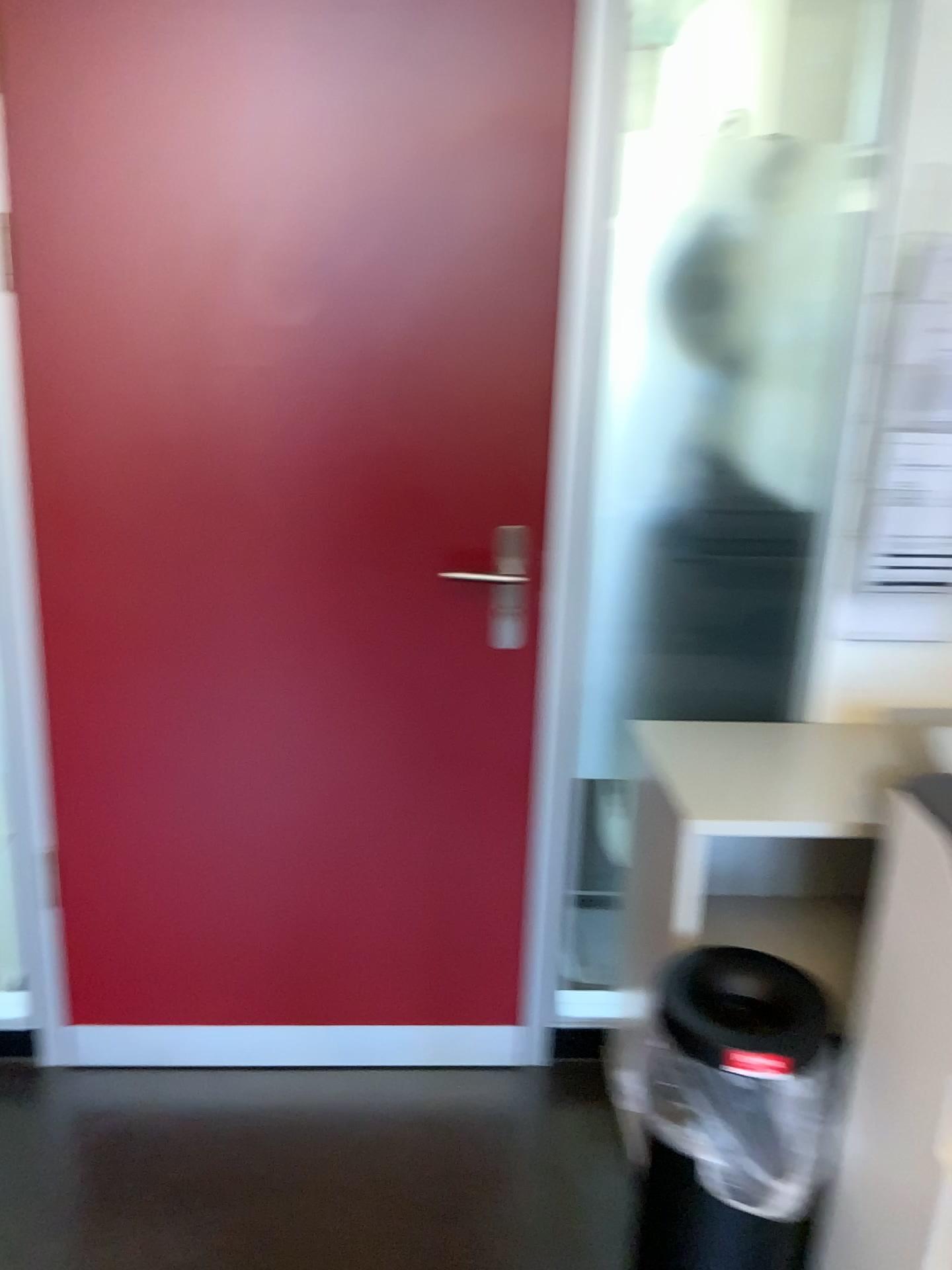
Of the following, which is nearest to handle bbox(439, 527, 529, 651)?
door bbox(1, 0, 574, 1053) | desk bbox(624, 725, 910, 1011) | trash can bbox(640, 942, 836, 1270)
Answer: door bbox(1, 0, 574, 1053)

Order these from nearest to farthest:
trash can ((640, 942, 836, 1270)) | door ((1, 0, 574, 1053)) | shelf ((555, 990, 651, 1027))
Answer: trash can ((640, 942, 836, 1270))
door ((1, 0, 574, 1053))
shelf ((555, 990, 651, 1027))

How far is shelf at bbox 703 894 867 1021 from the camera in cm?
196

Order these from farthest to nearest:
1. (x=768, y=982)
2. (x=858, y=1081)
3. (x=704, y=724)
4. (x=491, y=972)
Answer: (x=491, y=972) → (x=704, y=724) → (x=768, y=982) → (x=858, y=1081)

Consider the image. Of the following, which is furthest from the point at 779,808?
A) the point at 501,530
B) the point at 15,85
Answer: the point at 15,85

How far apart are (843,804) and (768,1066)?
0.49m

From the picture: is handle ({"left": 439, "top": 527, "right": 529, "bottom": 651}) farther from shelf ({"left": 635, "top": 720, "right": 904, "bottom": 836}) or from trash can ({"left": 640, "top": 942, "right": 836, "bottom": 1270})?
trash can ({"left": 640, "top": 942, "right": 836, "bottom": 1270})

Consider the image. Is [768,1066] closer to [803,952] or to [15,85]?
[803,952]

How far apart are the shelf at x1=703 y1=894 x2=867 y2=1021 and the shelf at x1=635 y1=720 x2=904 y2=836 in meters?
0.3 m

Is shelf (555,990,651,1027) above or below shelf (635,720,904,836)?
below
